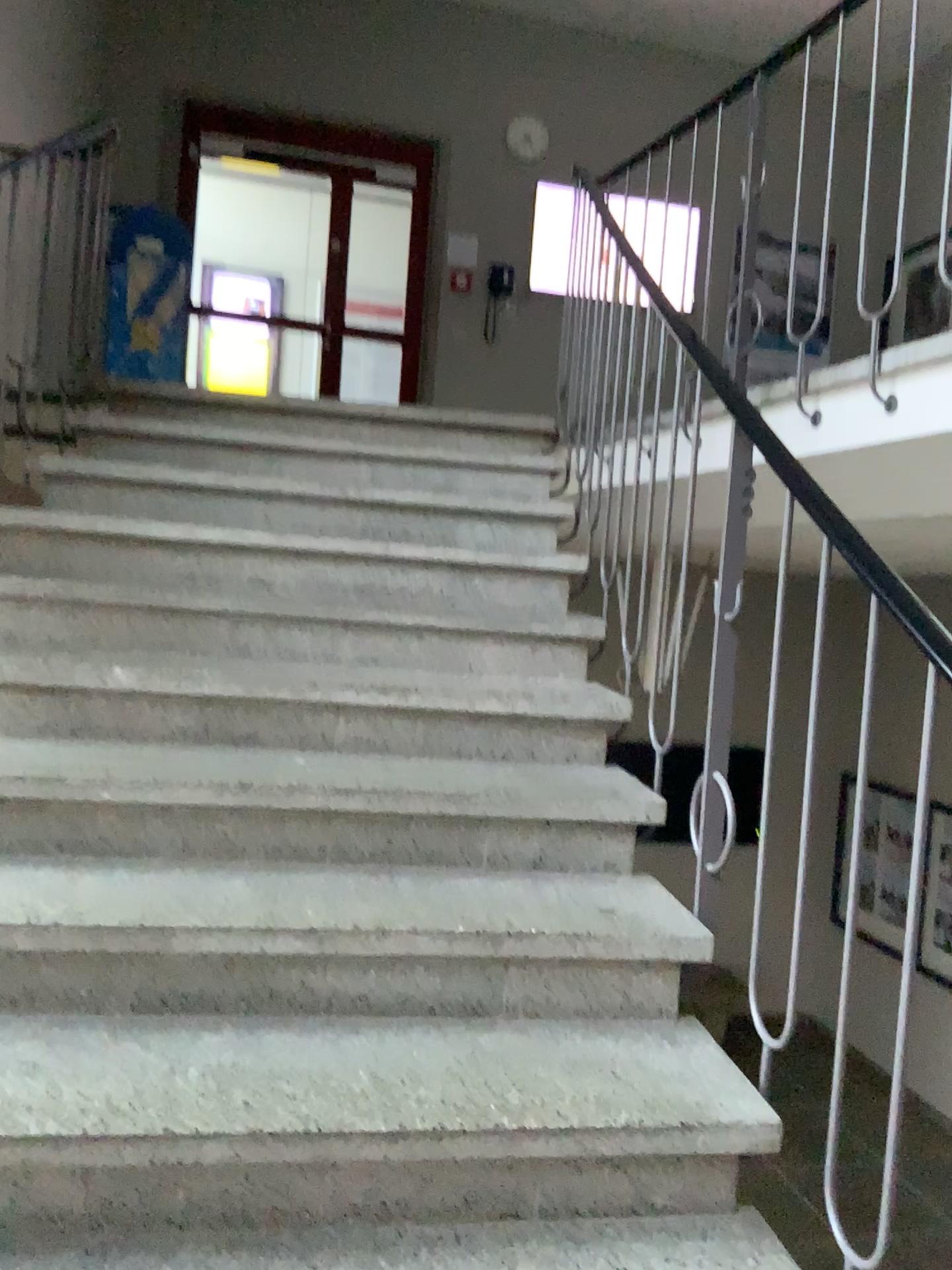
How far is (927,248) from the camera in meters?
2.4

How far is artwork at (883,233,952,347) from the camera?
2.40m

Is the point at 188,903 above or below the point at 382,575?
below
